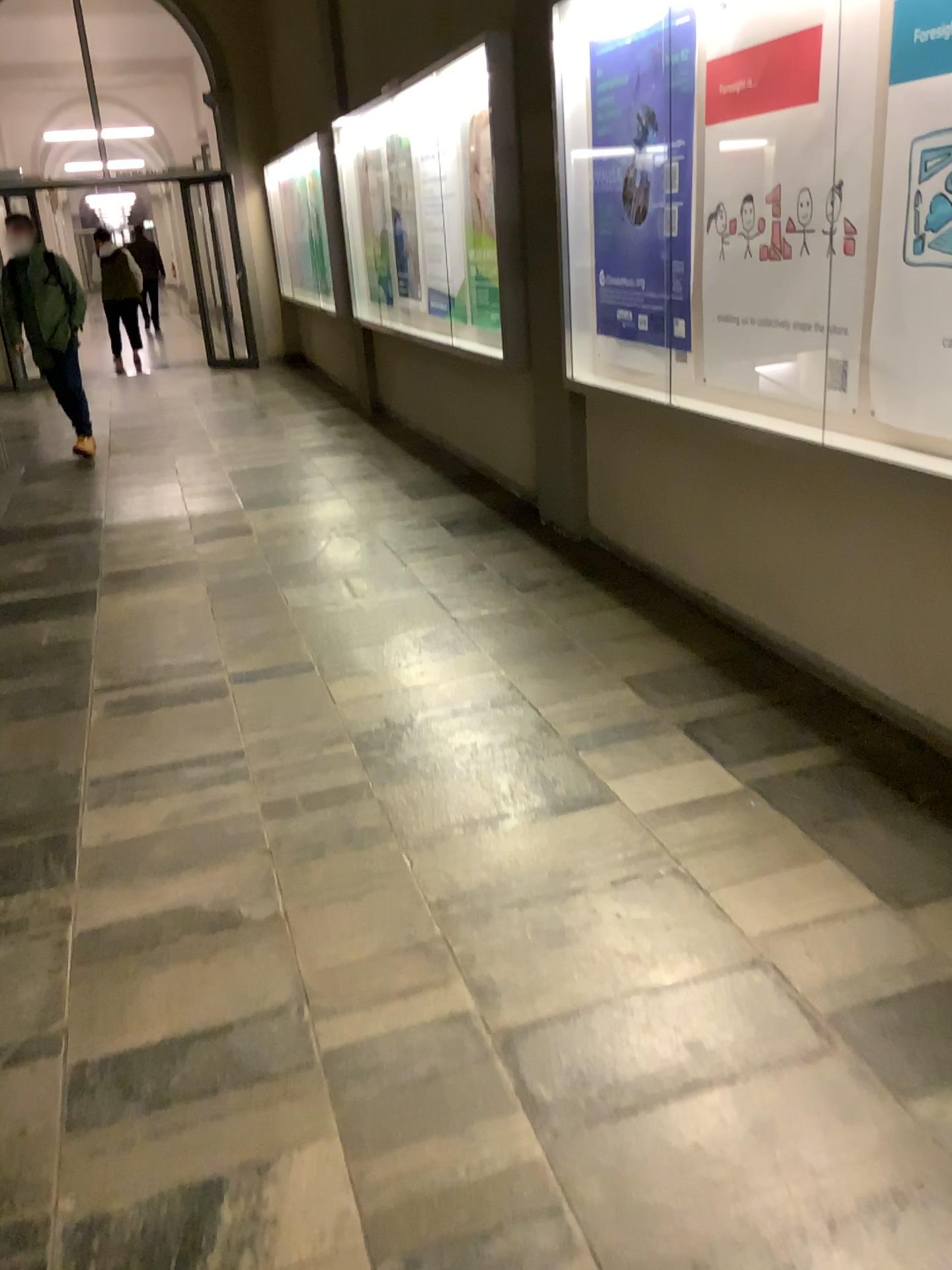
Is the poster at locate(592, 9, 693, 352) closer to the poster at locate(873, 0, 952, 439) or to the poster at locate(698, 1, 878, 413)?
the poster at locate(698, 1, 878, 413)

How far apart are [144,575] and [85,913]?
2.6 meters

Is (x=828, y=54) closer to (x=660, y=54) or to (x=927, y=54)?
(x=927, y=54)

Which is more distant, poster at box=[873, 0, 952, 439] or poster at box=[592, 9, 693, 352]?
poster at box=[592, 9, 693, 352]

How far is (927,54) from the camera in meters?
2.4

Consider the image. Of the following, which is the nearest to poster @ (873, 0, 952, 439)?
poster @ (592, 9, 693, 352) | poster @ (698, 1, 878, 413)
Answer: poster @ (698, 1, 878, 413)

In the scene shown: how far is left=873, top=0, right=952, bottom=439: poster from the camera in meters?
2.4

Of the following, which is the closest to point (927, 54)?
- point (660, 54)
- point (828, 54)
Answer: point (828, 54)
